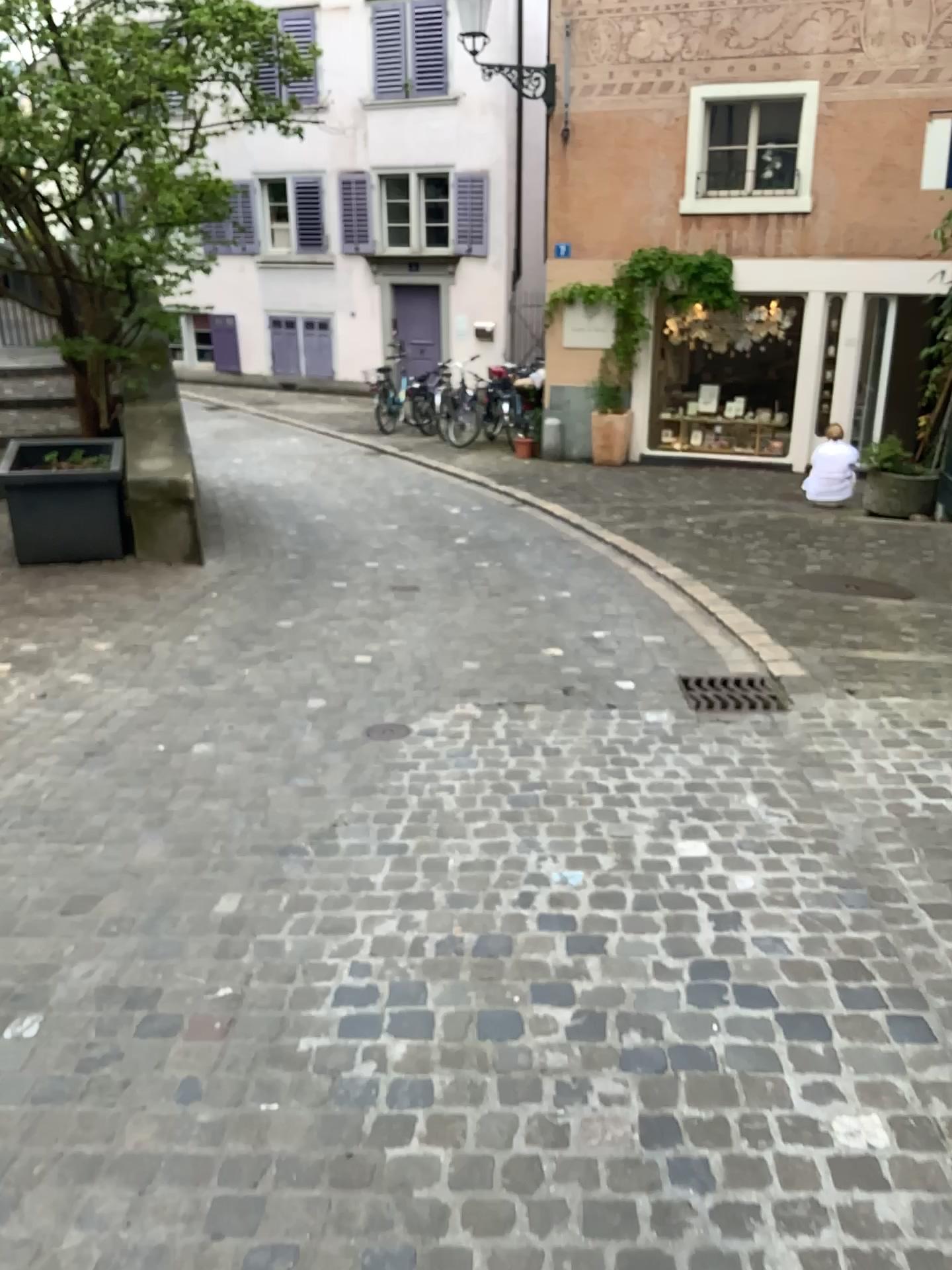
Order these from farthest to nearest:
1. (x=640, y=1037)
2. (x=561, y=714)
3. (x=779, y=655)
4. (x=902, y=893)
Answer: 1. (x=779, y=655)
2. (x=561, y=714)
3. (x=902, y=893)
4. (x=640, y=1037)

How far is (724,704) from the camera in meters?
4.2 m

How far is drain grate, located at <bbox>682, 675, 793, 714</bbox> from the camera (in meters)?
4.23
